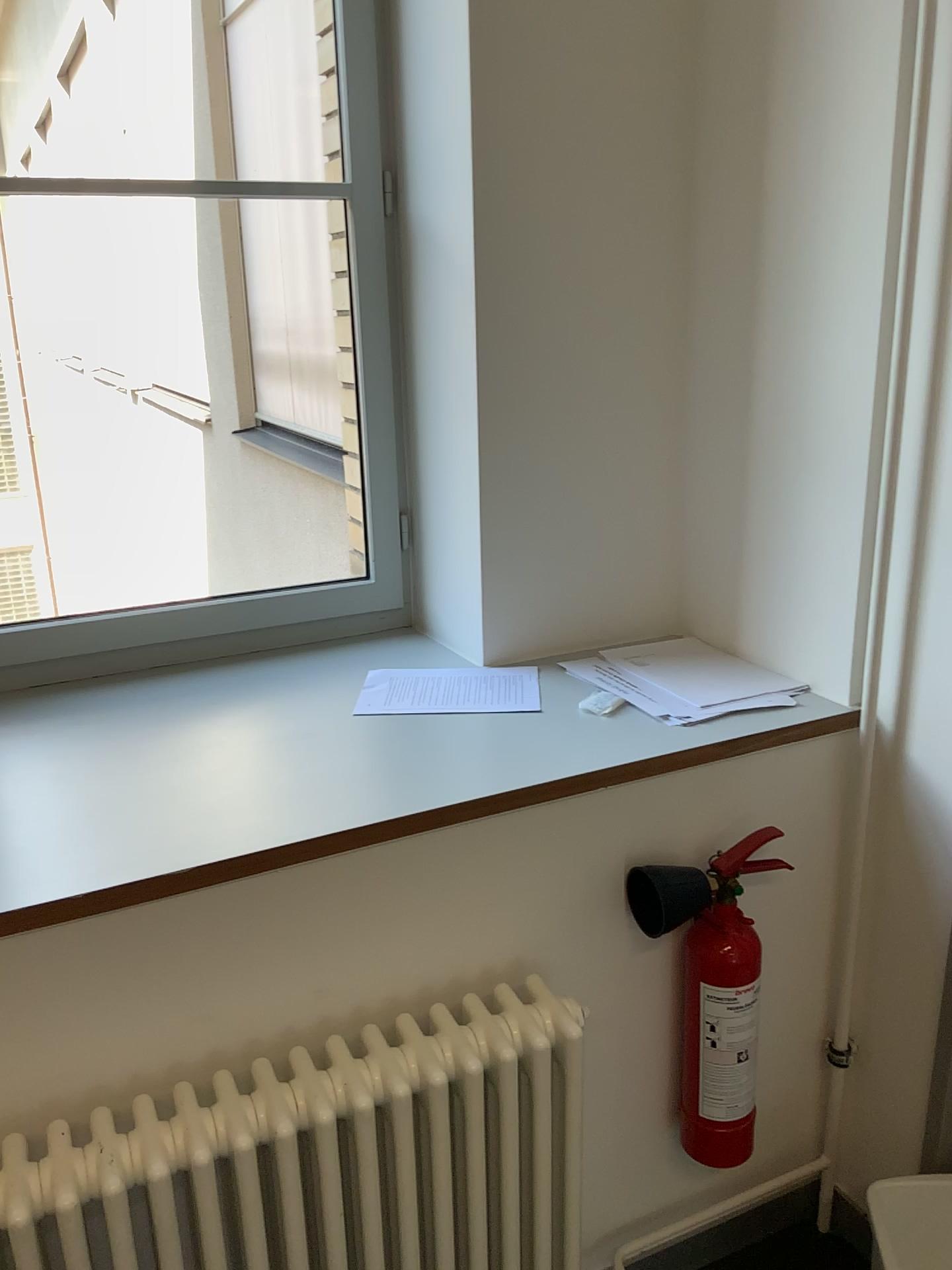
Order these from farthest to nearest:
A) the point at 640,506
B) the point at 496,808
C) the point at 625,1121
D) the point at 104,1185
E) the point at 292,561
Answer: the point at 292,561
the point at 640,506
the point at 625,1121
the point at 496,808
the point at 104,1185

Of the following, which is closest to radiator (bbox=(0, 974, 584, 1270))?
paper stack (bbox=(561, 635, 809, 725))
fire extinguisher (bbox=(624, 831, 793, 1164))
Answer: fire extinguisher (bbox=(624, 831, 793, 1164))

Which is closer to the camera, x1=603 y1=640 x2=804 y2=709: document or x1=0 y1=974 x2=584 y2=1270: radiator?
x1=0 y1=974 x2=584 y2=1270: radiator

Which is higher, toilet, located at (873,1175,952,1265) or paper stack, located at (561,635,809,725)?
paper stack, located at (561,635,809,725)

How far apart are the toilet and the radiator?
0.5 meters

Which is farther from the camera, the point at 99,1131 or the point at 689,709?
the point at 689,709

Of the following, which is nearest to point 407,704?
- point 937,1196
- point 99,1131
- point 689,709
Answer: point 689,709

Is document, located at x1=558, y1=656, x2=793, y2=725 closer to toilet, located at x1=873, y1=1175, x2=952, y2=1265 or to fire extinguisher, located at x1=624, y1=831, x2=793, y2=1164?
fire extinguisher, located at x1=624, y1=831, x2=793, y2=1164

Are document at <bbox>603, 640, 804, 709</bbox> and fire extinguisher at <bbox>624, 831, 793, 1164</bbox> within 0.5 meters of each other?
yes

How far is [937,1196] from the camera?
1.55m
